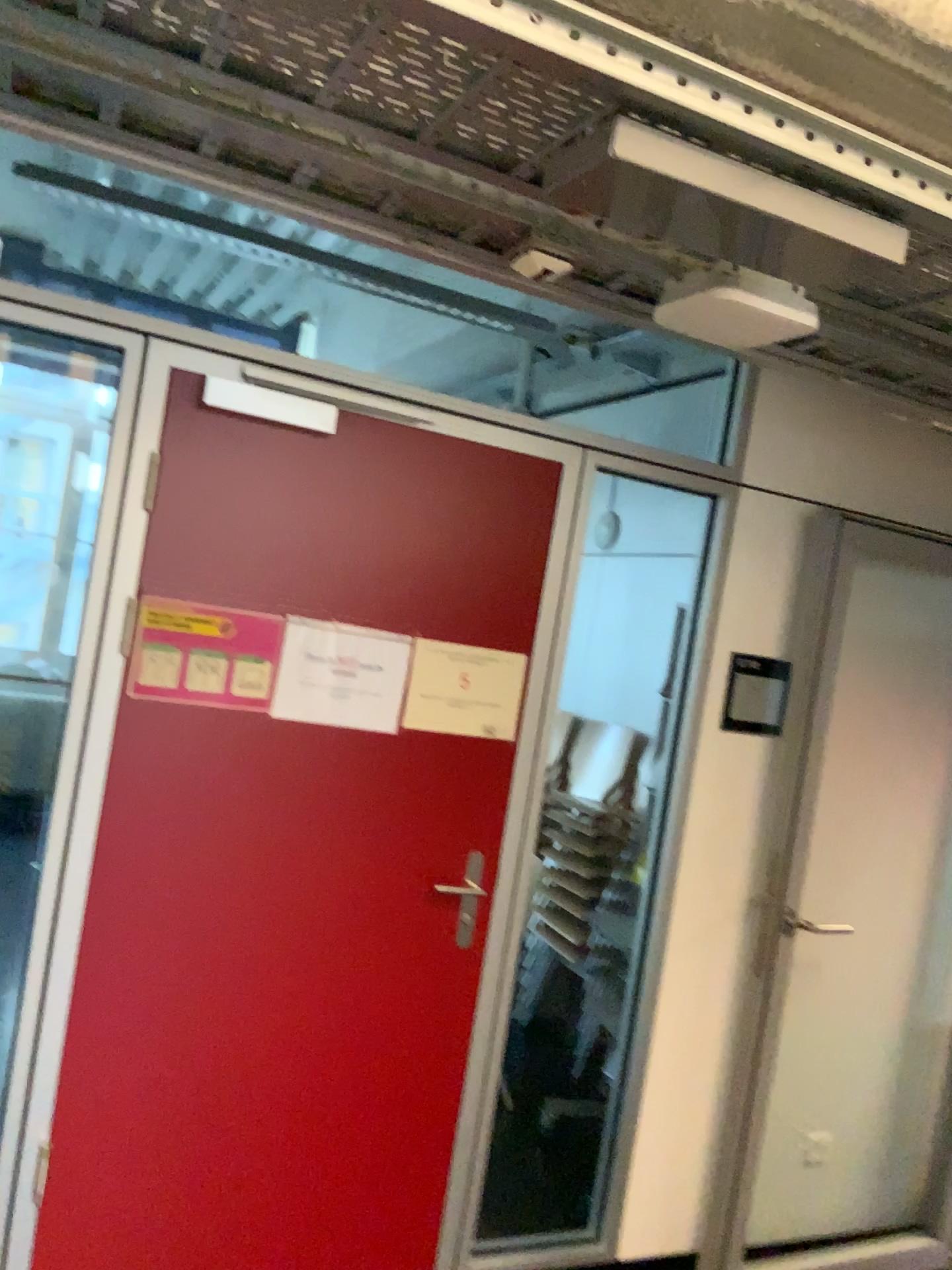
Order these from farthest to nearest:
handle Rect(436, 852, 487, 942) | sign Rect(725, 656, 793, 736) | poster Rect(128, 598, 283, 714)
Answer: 1. sign Rect(725, 656, 793, 736)
2. handle Rect(436, 852, 487, 942)
3. poster Rect(128, 598, 283, 714)

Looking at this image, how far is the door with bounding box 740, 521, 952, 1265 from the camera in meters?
3.0 m

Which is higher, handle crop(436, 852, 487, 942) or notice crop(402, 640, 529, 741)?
notice crop(402, 640, 529, 741)

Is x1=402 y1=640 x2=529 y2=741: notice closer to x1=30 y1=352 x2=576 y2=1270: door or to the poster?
x1=30 y1=352 x2=576 y2=1270: door

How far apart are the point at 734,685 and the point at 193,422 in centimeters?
151cm

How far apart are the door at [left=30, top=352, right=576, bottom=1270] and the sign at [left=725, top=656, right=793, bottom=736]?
0.60m

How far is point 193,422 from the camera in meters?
2.2

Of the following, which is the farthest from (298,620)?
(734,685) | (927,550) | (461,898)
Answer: (927,550)

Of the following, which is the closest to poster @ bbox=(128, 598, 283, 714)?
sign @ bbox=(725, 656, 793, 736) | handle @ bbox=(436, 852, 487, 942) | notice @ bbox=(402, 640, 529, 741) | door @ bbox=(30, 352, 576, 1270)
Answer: door @ bbox=(30, 352, 576, 1270)

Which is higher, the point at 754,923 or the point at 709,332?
the point at 709,332
